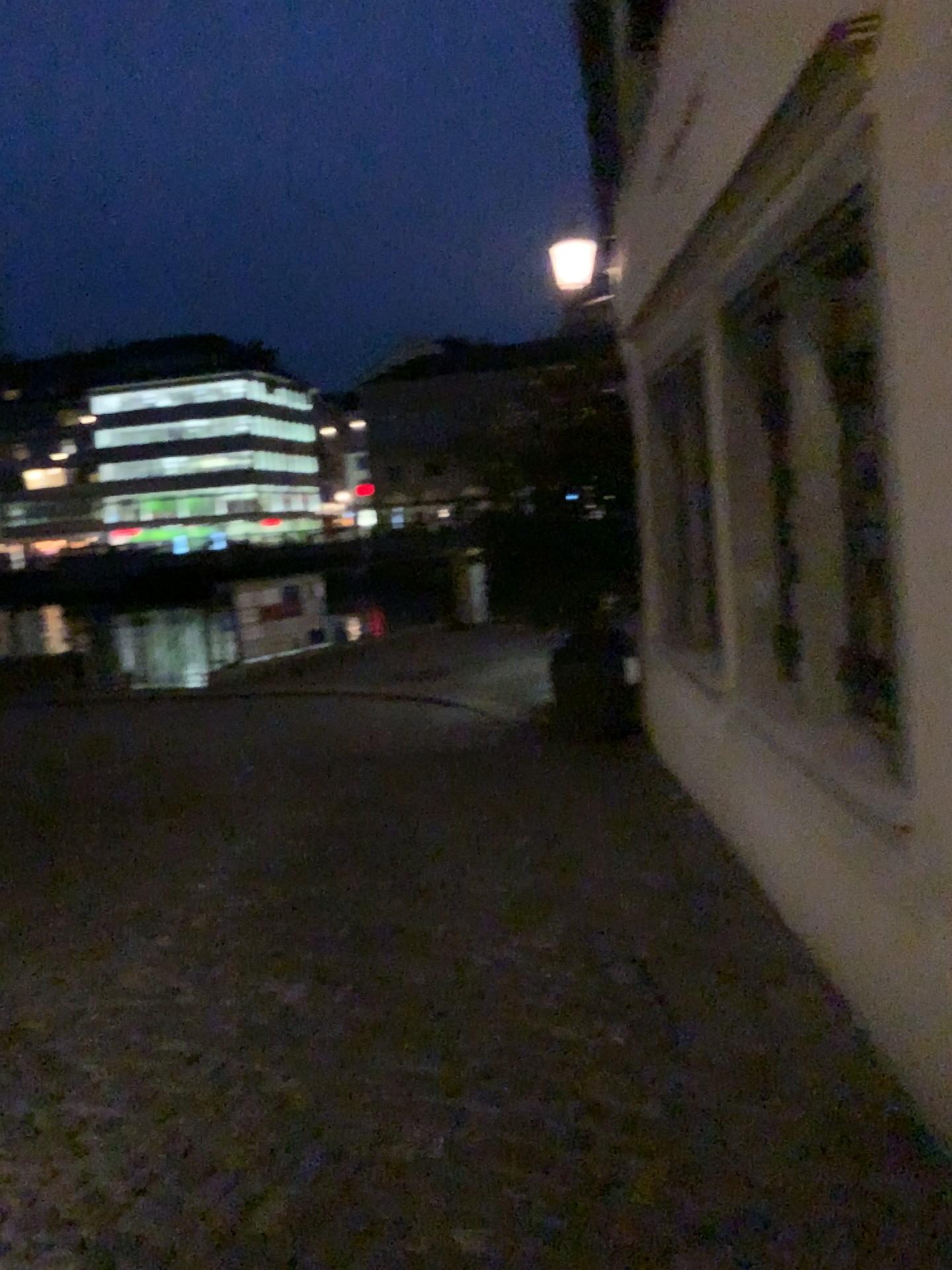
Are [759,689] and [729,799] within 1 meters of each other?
yes
